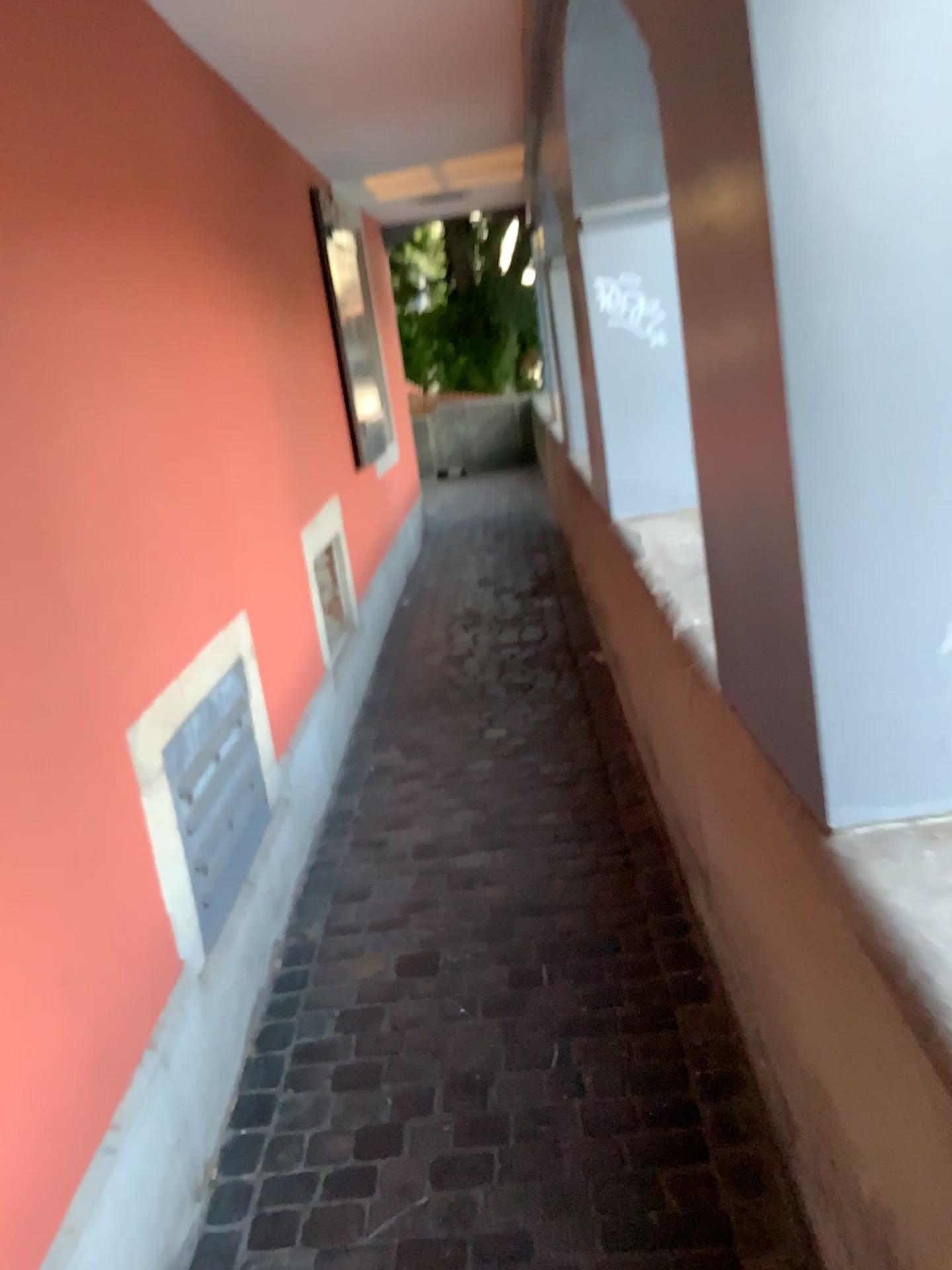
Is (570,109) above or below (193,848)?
above

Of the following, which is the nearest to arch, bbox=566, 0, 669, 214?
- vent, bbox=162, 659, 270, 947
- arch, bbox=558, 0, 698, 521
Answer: arch, bbox=558, 0, 698, 521

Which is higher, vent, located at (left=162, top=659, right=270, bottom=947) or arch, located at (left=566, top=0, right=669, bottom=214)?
arch, located at (left=566, top=0, right=669, bottom=214)

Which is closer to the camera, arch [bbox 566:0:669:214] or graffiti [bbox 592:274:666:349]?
arch [bbox 566:0:669:214]

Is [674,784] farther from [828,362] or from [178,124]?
[178,124]

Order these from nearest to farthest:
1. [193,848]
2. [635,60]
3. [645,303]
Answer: [193,848]
[635,60]
[645,303]

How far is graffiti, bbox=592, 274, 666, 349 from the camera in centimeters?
324cm

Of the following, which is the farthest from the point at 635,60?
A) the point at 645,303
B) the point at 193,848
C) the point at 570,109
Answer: the point at 193,848

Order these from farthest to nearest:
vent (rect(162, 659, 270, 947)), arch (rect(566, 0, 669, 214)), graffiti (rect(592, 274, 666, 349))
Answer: graffiti (rect(592, 274, 666, 349)), arch (rect(566, 0, 669, 214)), vent (rect(162, 659, 270, 947))

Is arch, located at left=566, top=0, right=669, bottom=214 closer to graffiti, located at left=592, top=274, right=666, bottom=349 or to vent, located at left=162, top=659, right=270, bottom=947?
graffiti, located at left=592, top=274, right=666, bottom=349
